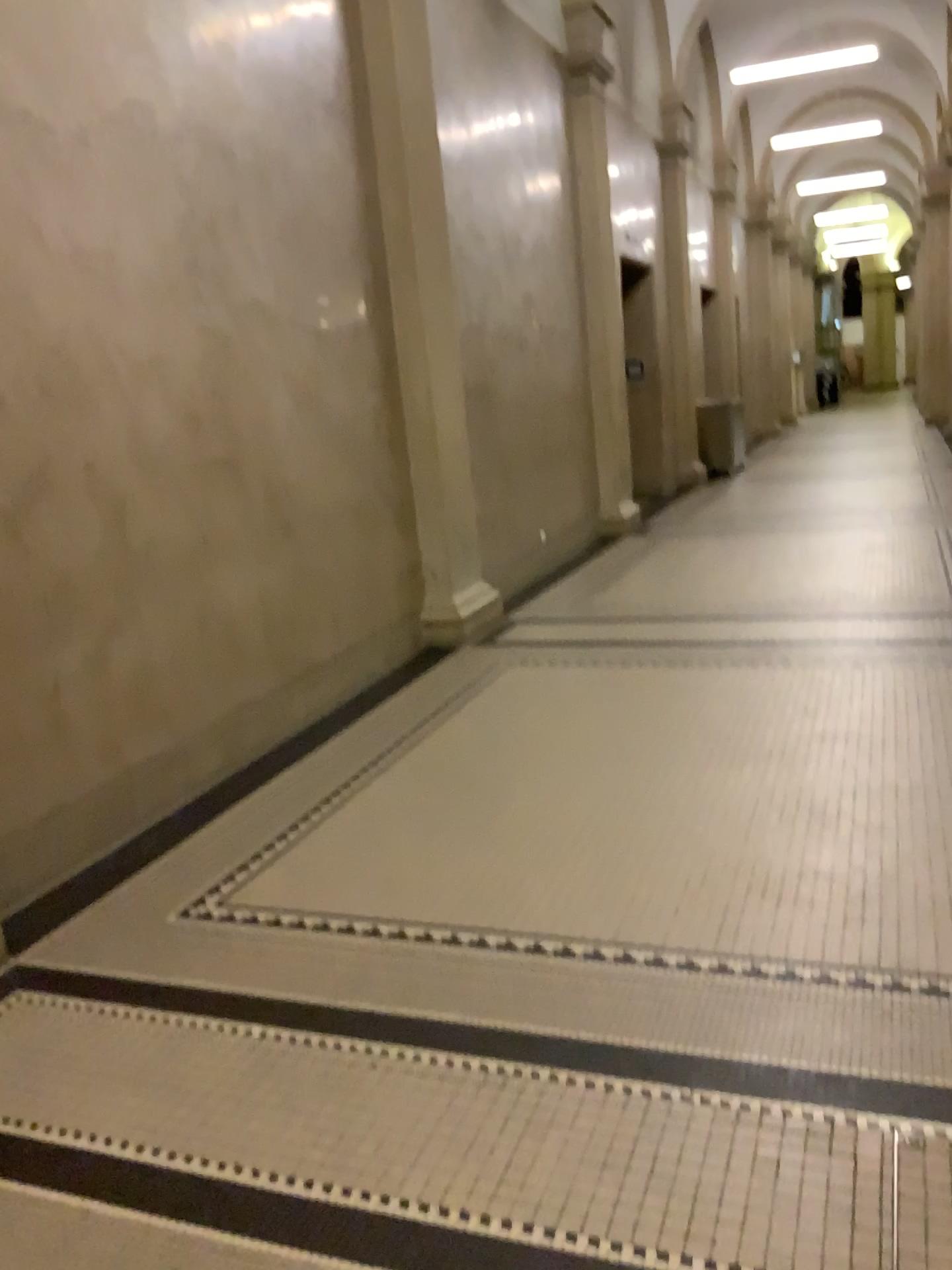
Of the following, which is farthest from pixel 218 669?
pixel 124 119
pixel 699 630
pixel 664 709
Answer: pixel 699 630
